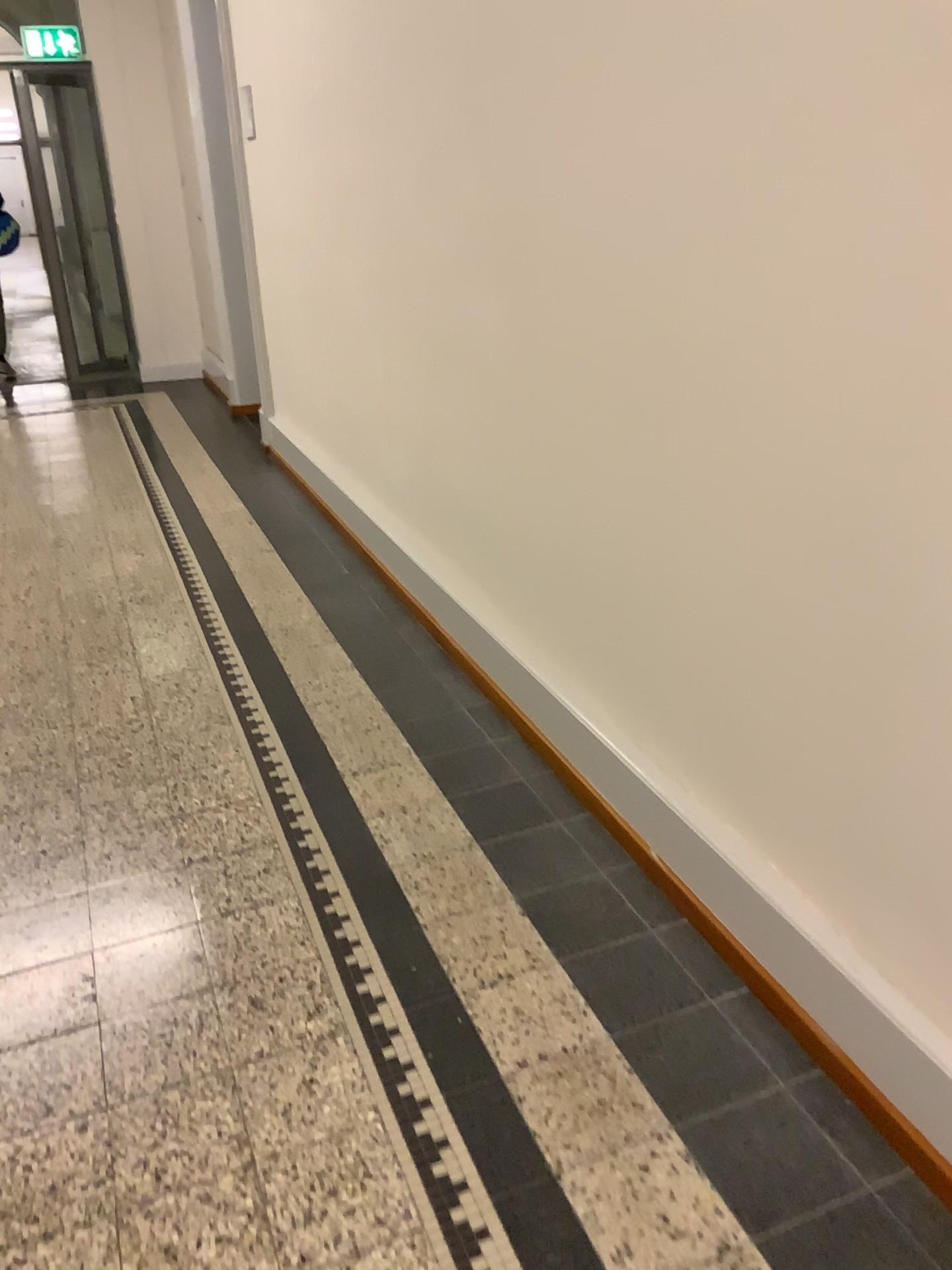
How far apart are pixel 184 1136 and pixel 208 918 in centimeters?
53cm
